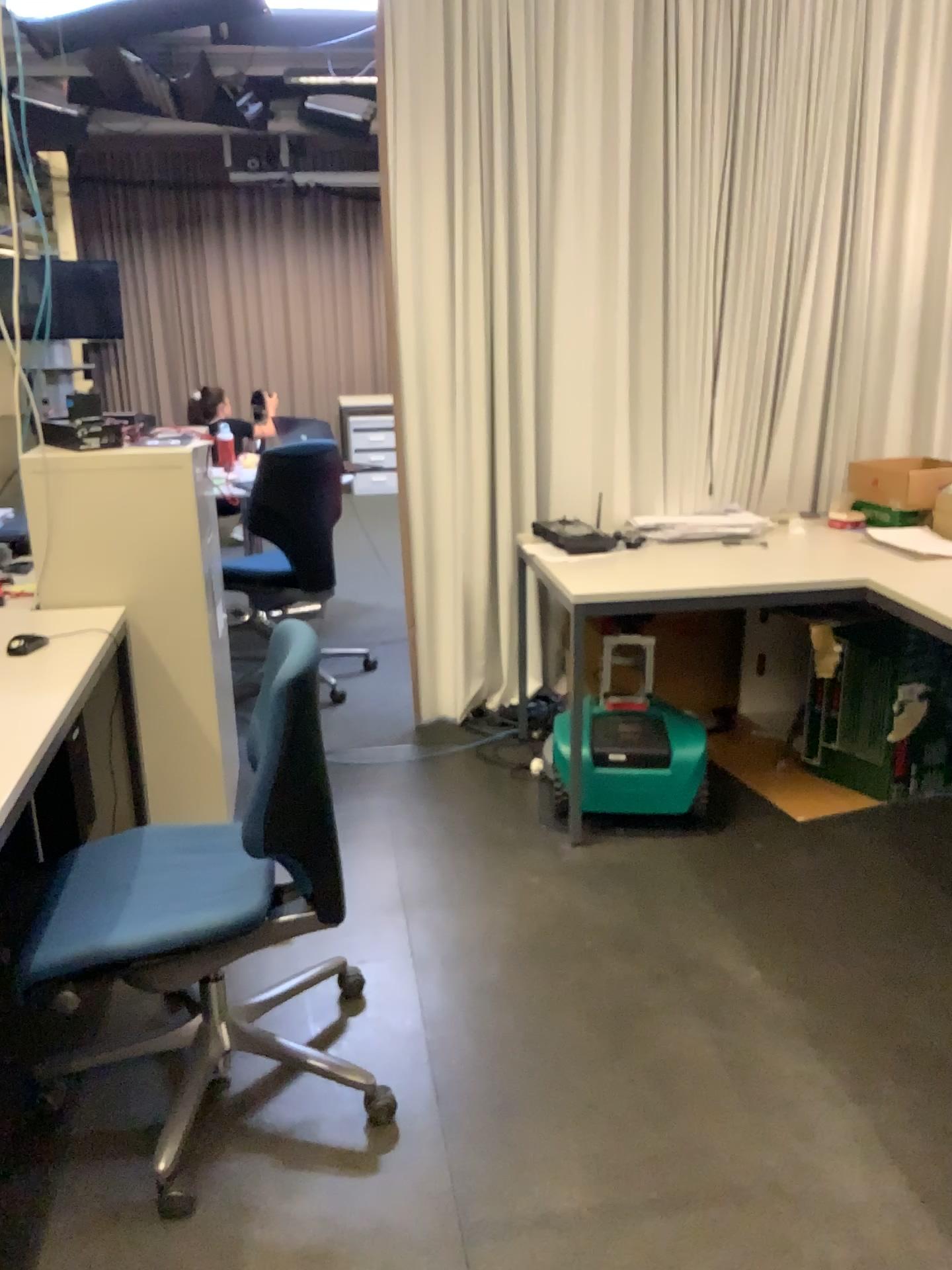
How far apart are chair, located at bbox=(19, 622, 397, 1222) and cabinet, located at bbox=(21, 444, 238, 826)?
0.4m

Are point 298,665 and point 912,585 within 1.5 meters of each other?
no

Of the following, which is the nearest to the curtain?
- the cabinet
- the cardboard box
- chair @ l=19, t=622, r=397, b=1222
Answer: the cardboard box

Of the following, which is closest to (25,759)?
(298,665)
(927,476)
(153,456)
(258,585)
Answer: (298,665)

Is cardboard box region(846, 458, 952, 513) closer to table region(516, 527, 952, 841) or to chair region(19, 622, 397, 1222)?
table region(516, 527, 952, 841)

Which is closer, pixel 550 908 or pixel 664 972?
pixel 664 972

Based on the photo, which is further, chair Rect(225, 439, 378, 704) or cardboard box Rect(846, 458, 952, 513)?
chair Rect(225, 439, 378, 704)

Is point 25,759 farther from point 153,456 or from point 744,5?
point 744,5

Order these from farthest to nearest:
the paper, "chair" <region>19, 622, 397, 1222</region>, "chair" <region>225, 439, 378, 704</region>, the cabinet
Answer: "chair" <region>225, 439, 378, 704</region> < the paper < the cabinet < "chair" <region>19, 622, 397, 1222</region>

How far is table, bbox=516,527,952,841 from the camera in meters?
2.9 m
